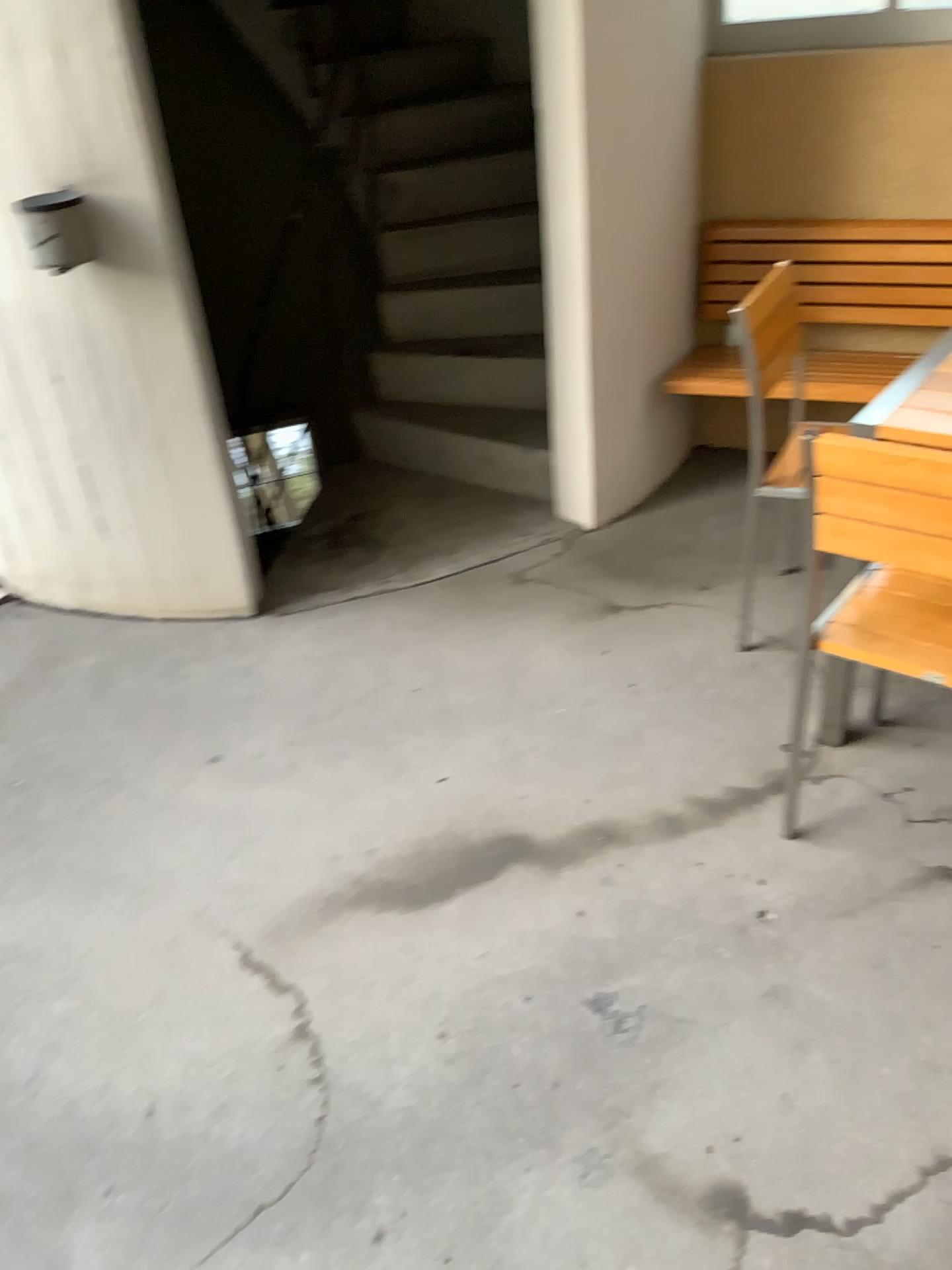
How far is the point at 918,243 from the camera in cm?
318

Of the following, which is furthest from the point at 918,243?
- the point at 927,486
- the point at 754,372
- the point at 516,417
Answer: the point at 927,486

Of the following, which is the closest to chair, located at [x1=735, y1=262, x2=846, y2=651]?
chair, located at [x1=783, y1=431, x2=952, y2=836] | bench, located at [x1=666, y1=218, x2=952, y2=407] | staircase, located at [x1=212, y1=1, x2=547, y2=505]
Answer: bench, located at [x1=666, y1=218, x2=952, y2=407]

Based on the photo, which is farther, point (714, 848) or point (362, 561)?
point (362, 561)

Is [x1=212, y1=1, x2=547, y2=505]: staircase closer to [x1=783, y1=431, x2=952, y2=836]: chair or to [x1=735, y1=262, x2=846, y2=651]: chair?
[x1=735, y1=262, x2=846, y2=651]: chair

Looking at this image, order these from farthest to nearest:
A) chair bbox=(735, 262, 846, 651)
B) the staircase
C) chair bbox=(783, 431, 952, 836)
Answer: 1. the staircase
2. chair bbox=(735, 262, 846, 651)
3. chair bbox=(783, 431, 952, 836)

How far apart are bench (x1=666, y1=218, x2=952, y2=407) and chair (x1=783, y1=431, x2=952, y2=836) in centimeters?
139cm

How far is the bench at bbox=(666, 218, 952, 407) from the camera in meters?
3.2 m

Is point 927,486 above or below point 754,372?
above

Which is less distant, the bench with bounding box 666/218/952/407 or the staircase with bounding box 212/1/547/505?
the bench with bounding box 666/218/952/407
